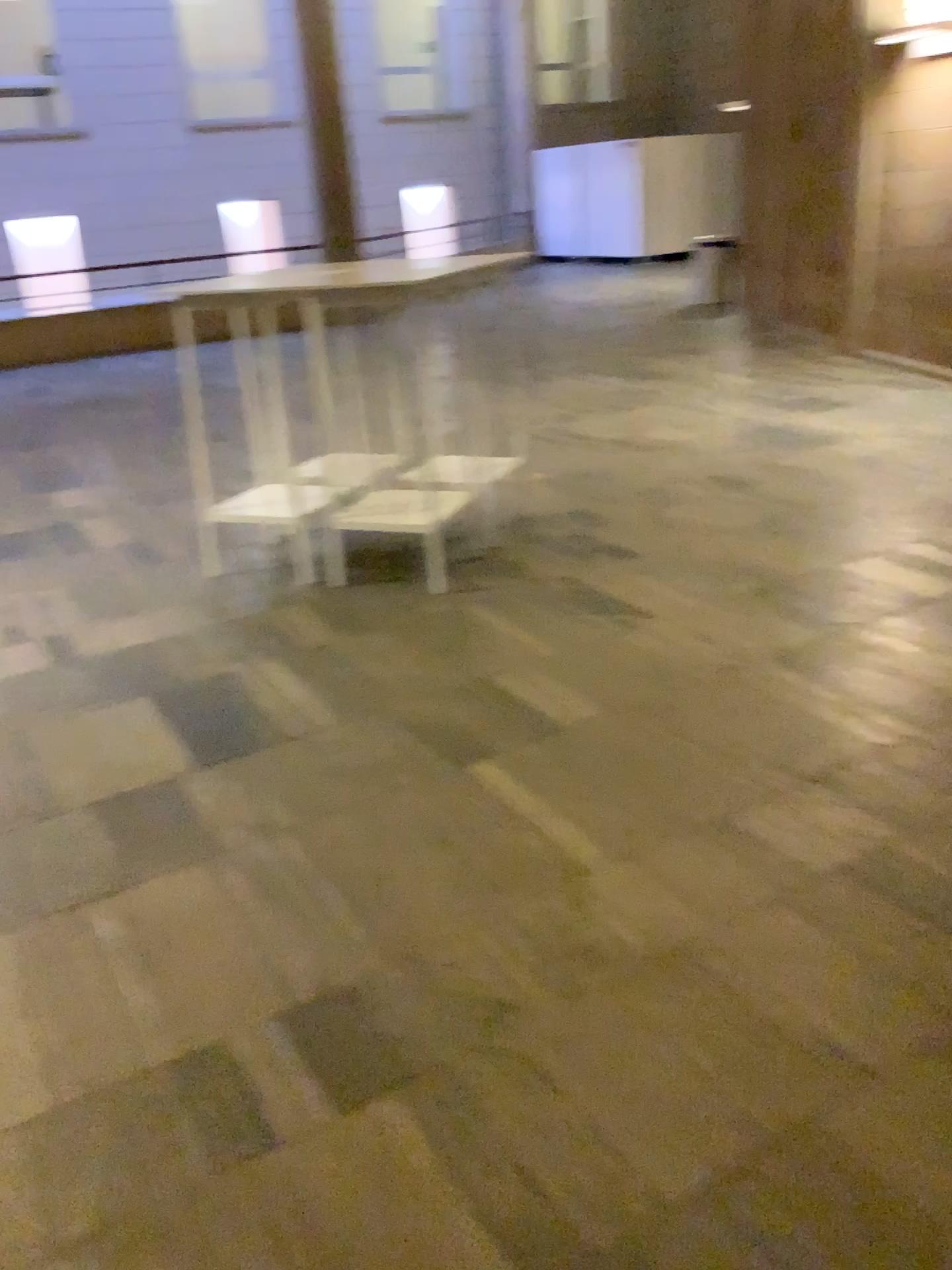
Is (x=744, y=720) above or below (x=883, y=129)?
below
